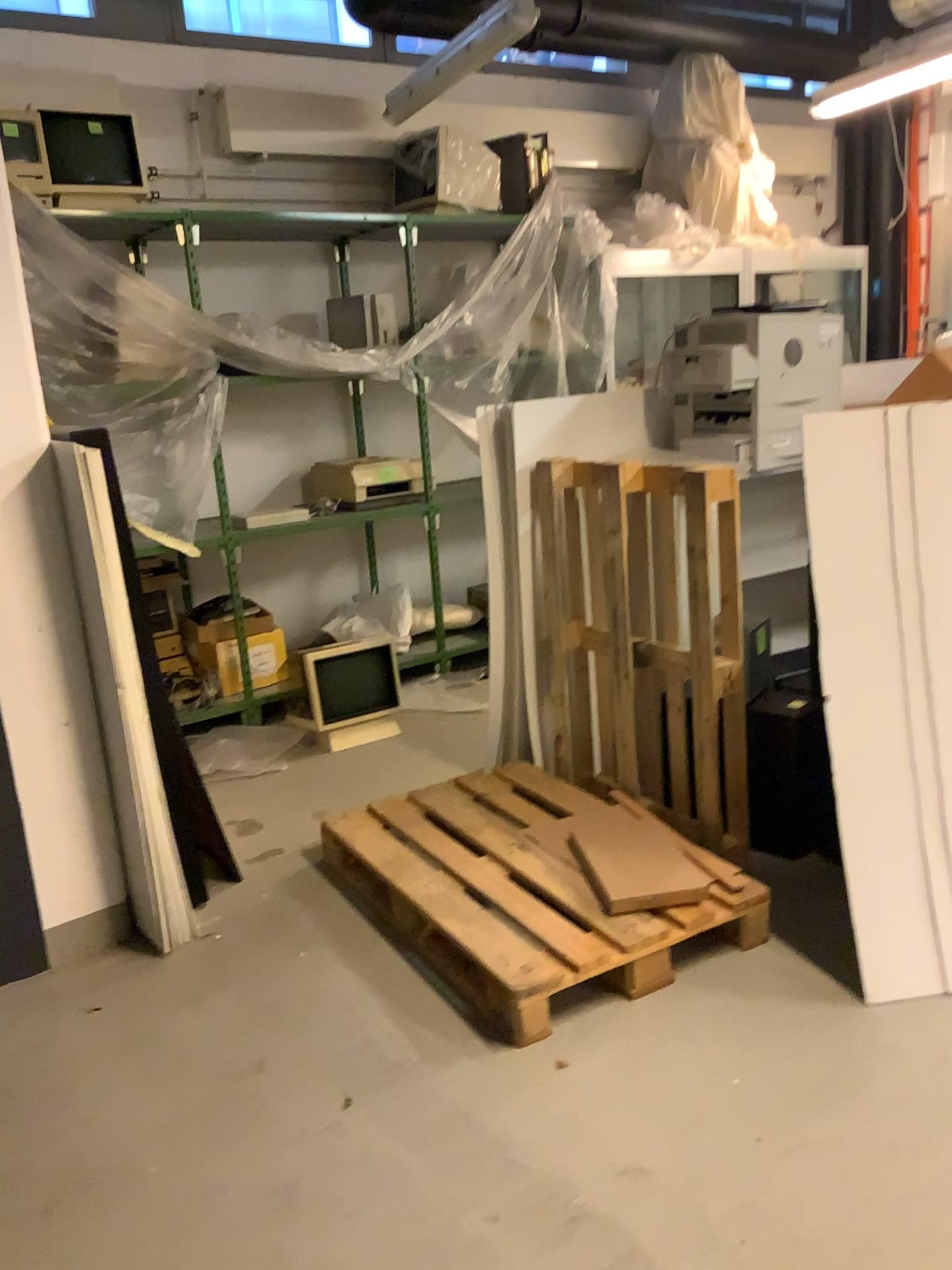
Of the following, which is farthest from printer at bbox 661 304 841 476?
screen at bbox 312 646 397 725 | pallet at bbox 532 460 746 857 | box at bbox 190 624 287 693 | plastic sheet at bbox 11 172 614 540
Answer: box at bbox 190 624 287 693

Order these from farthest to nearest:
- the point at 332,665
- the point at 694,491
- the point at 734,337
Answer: the point at 332,665 < the point at 734,337 < the point at 694,491

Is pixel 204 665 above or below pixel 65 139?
below

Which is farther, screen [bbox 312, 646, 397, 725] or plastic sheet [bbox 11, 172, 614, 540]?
screen [bbox 312, 646, 397, 725]

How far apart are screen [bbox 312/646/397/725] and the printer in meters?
1.7 m

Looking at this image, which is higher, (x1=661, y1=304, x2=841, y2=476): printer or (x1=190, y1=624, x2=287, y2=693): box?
(x1=661, y1=304, x2=841, y2=476): printer

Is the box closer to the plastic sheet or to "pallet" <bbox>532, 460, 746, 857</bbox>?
the plastic sheet

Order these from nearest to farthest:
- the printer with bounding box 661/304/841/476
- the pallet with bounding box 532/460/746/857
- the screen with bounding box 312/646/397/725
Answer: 1. the pallet with bounding box 532/460/746/857
2. the printer with bounding box 661/304/841/476
3. the screen with bounding box 312/646/397/725

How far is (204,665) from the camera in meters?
4.7 m

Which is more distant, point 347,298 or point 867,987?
point 347,298
